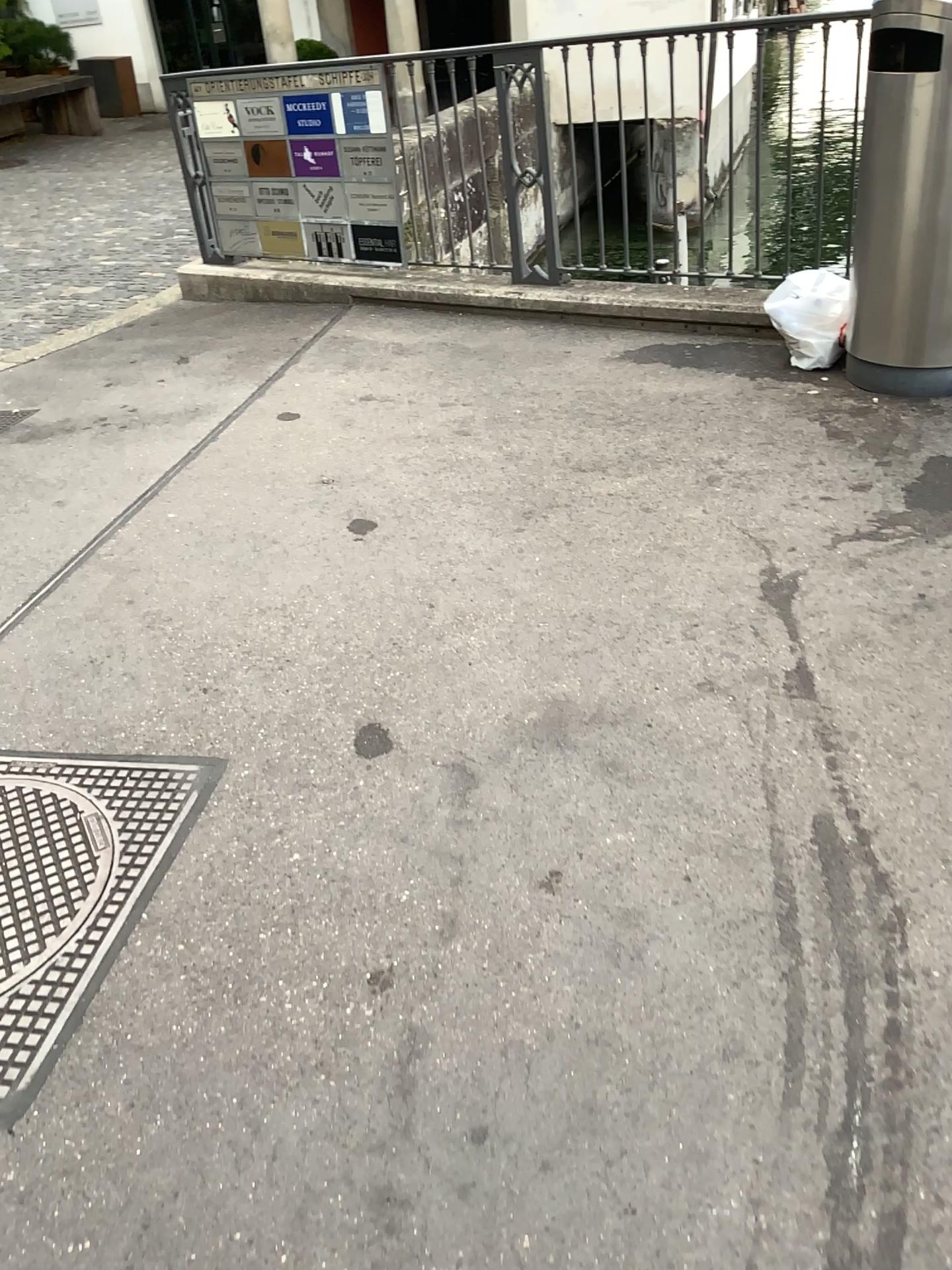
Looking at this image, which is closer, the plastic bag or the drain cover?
the drain cover

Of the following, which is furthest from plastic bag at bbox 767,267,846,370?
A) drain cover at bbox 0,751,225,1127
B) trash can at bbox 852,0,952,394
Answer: drain cover at bbox 0,751,225,1127

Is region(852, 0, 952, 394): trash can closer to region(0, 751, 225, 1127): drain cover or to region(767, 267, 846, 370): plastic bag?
region(767, 267, 846, 370): plastic bag

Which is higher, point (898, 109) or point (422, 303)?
point (898, 109)

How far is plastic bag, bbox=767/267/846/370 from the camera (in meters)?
3.84

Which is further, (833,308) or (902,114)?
(833,308)

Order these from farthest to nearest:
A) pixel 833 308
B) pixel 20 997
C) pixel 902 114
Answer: pixel 833 308 < pixel 902 114 < pixel 20 997

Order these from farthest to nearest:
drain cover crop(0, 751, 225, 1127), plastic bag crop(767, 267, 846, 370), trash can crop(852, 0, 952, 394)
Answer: plastic bag crop(767, 267, 846, 370), trash can crop(852, 0, 952, 394), drain cover crop(0, 751, 225, 1127)

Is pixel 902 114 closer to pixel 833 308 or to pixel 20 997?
pixel 833 308
